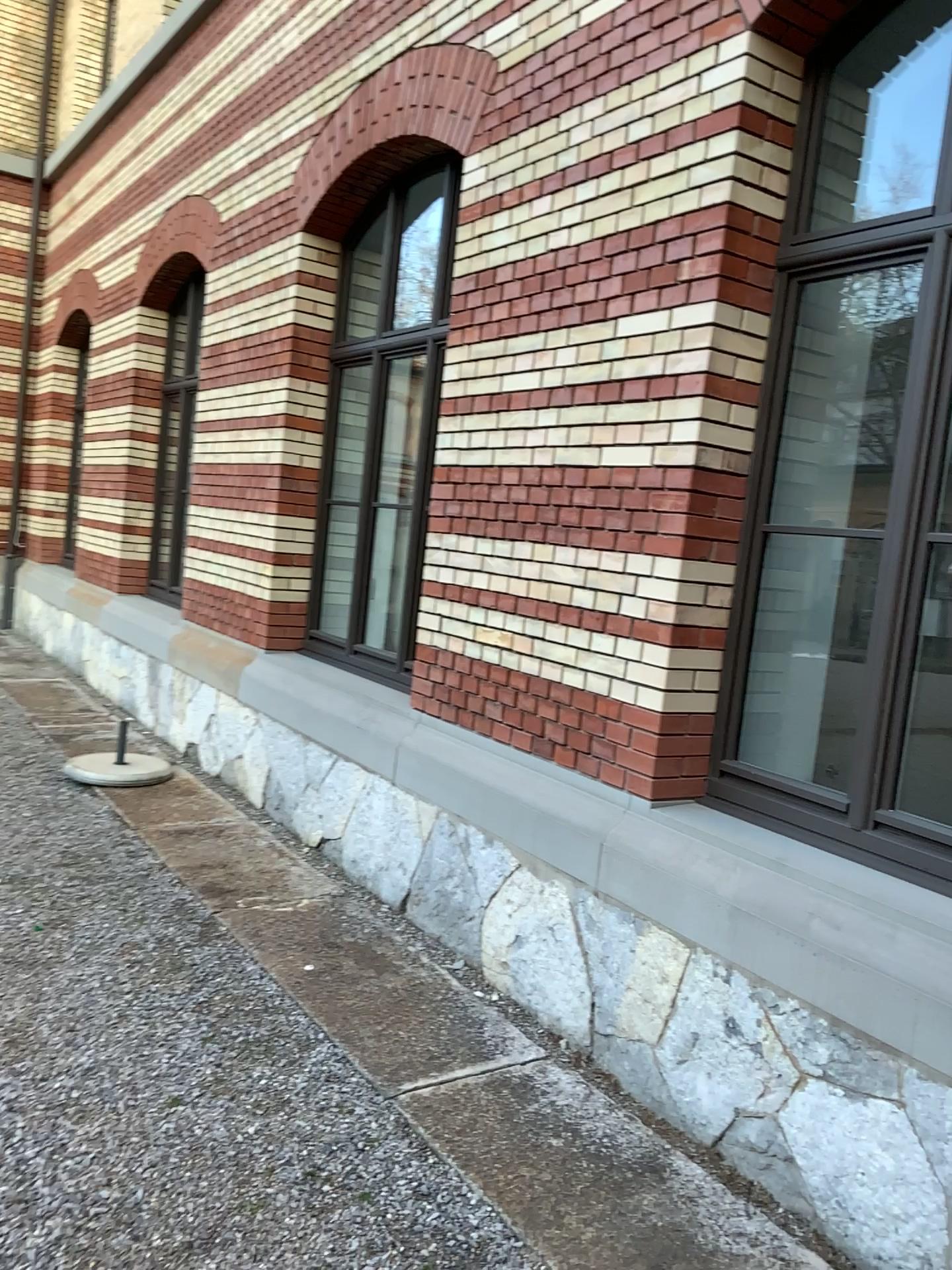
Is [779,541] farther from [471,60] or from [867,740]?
[471,60]

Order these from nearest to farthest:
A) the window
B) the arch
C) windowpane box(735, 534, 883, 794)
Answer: the window → windowpane box(735, 534, 883, 794) → the arch

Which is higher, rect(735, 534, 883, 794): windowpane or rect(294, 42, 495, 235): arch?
rect(294, 42, 495, 235): arch

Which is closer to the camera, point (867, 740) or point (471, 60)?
point (867, 740)

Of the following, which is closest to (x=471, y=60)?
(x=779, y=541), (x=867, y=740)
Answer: (x=779, y=541)

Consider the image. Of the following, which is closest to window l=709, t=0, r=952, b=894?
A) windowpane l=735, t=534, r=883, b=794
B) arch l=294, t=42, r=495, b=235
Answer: windowpane l=735, t=534, r=883, b=794

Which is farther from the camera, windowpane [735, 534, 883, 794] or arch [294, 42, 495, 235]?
arch [294, 42, 495, 235]

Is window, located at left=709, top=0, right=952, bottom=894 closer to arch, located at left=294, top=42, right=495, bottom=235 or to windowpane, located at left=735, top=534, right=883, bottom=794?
windowpane, located at left=735, top=534, right=883, bottom=794

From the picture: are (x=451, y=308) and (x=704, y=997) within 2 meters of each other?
no
